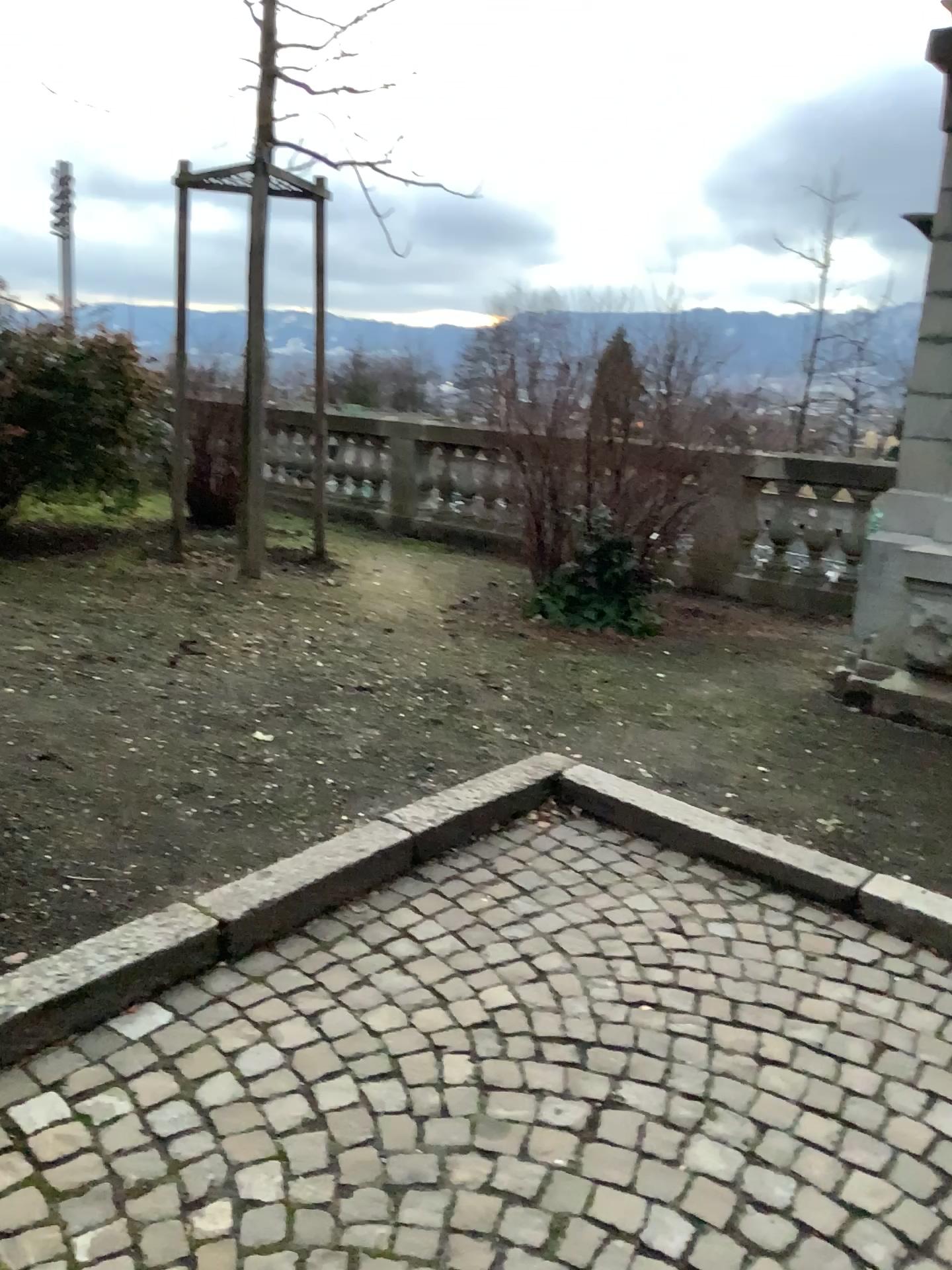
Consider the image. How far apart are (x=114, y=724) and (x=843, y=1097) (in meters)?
2.61
